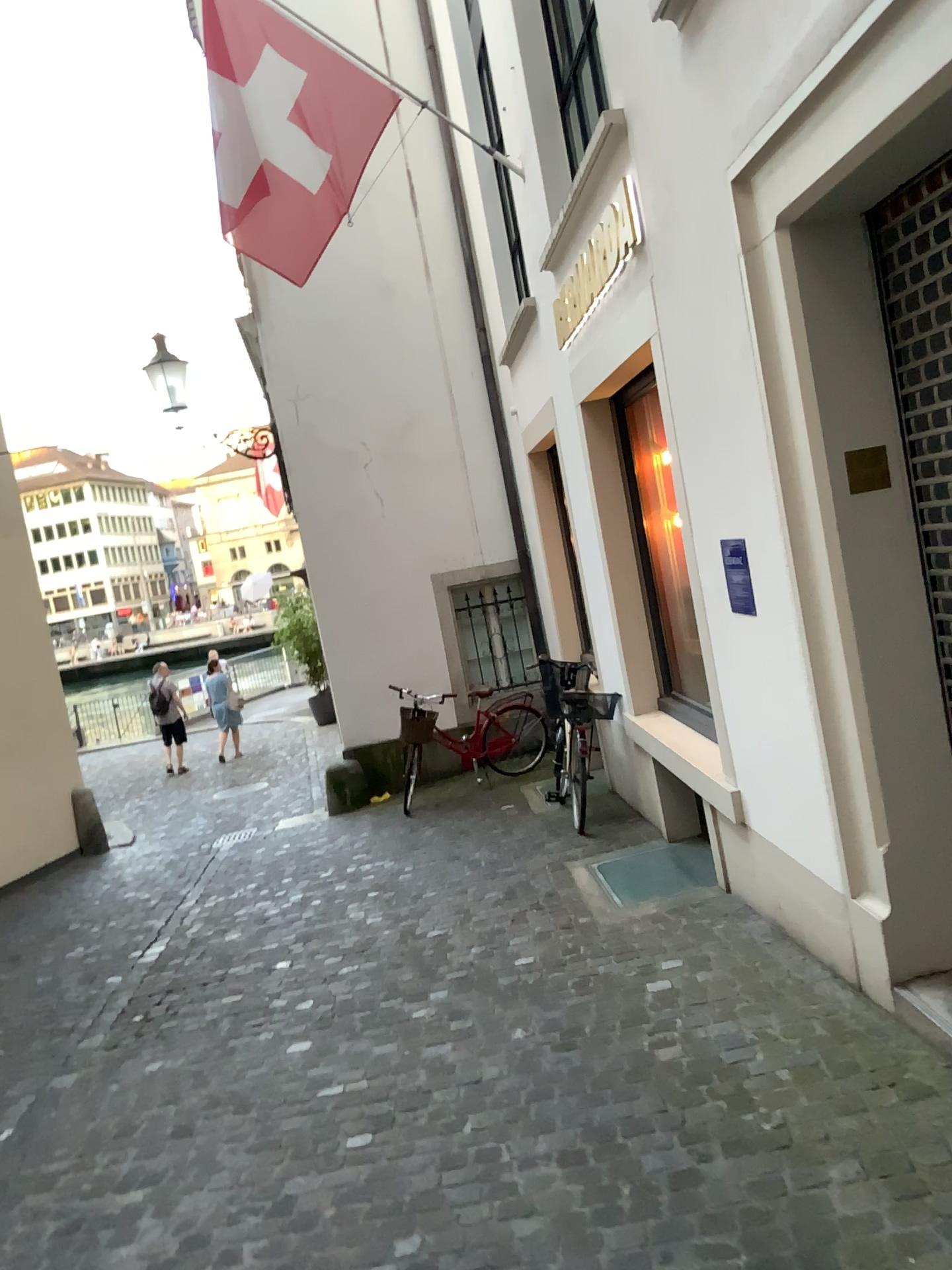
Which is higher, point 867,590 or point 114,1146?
point 867,590
